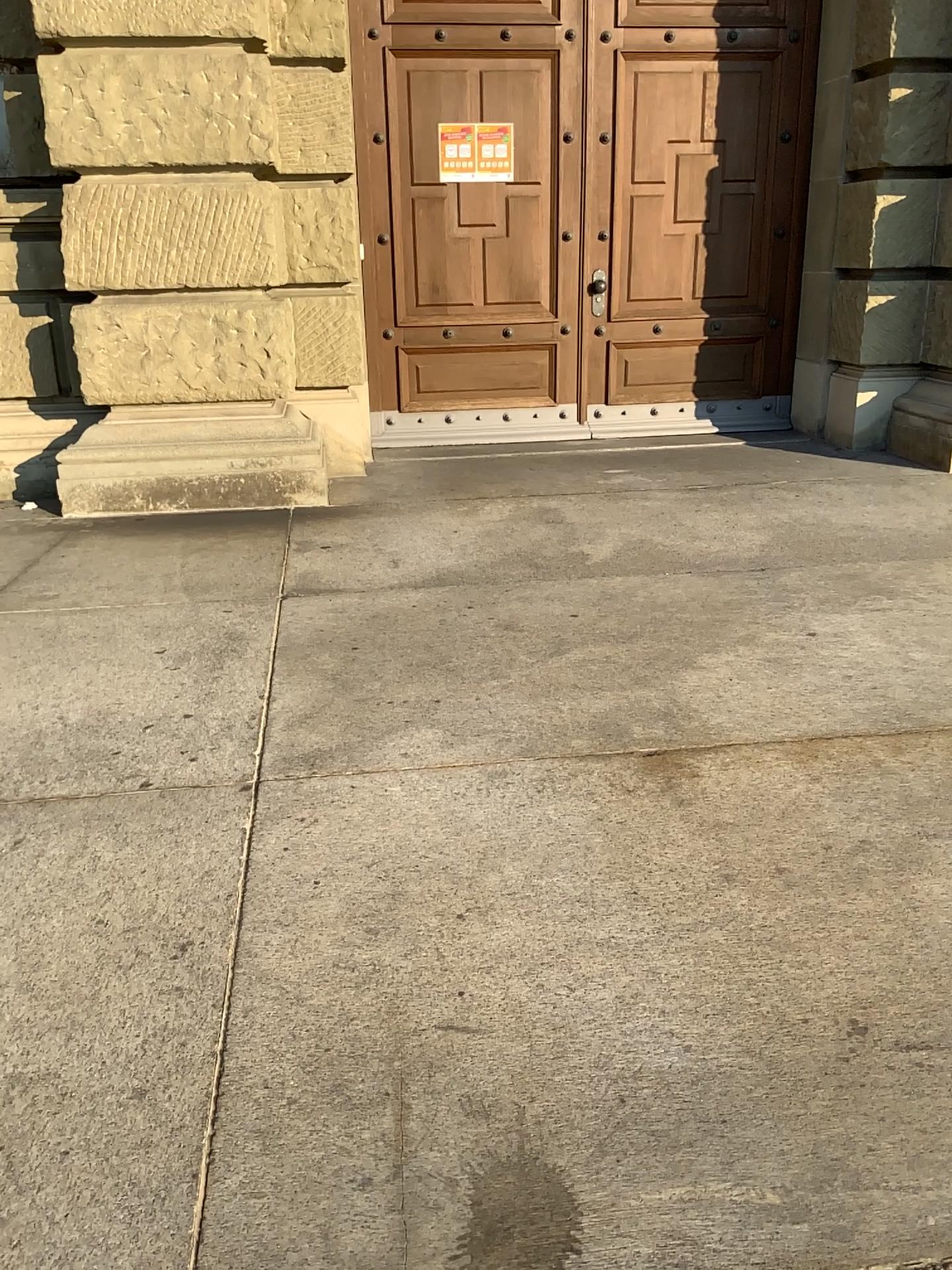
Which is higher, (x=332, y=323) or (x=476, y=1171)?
(x=332, y=323)
